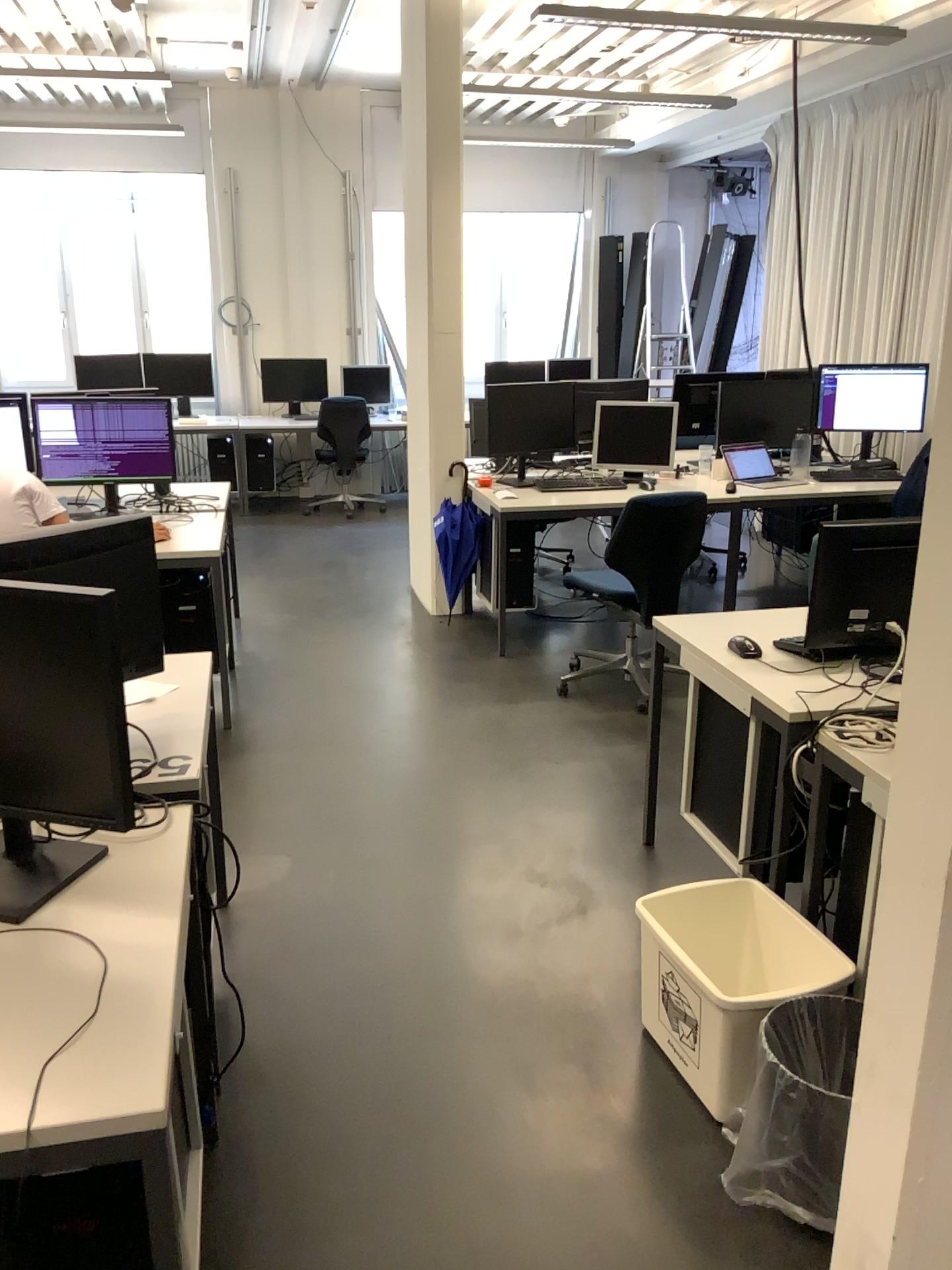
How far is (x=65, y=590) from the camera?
1.5 meters

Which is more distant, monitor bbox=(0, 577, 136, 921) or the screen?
the screen

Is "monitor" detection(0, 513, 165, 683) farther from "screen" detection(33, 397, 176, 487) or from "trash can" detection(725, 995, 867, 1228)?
"screen" detection(33, 397, 176, 487)

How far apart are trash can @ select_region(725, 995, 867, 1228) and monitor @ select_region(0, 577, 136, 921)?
1.26m

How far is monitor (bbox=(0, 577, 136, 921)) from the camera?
1.49m

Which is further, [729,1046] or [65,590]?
[729,1046]

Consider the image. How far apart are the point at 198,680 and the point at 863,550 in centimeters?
158cm

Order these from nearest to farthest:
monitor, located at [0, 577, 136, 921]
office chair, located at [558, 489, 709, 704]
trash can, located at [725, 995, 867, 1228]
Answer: monitor, located at [0, 577, 136, 921]
trash can, located at [725, 995, 867, 1228]
office chair, located at [558, 489, 709, 704]

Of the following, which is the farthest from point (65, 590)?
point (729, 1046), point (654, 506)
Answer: point (654, 506)

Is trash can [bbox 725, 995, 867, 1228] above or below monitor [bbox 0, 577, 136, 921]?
below
